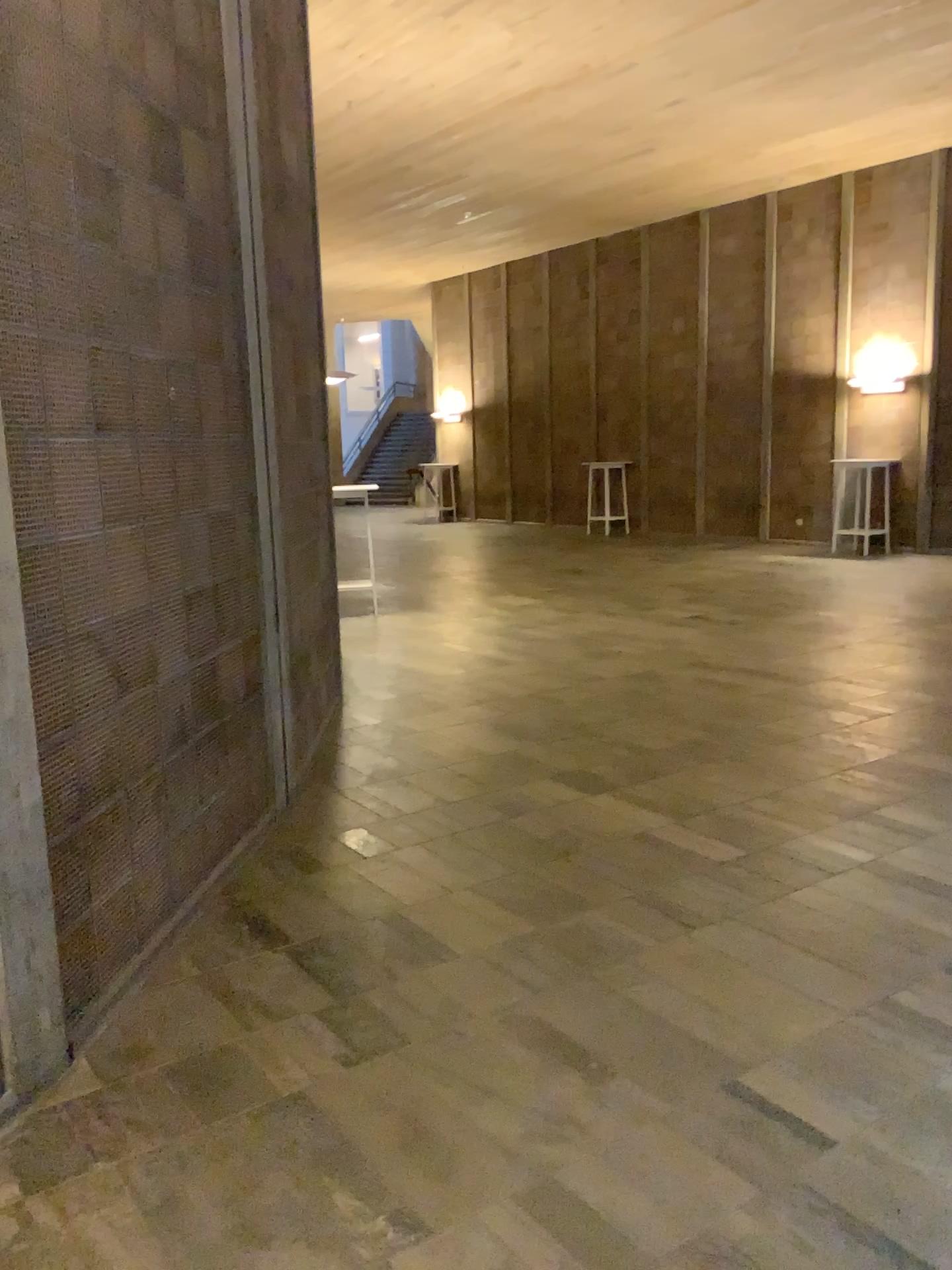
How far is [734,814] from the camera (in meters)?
4.28
